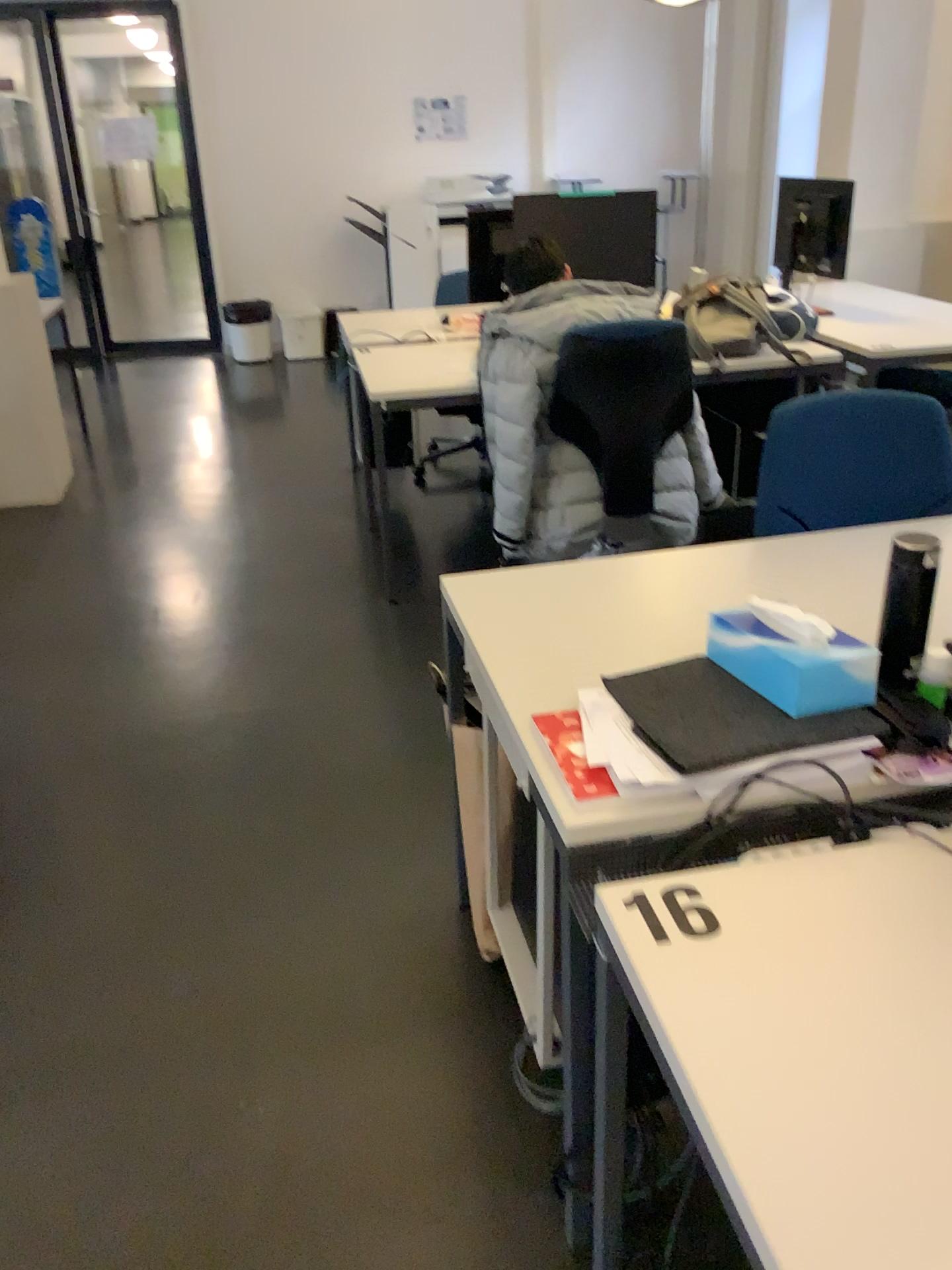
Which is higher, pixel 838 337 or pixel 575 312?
pixel 575 312

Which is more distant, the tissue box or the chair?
the chair

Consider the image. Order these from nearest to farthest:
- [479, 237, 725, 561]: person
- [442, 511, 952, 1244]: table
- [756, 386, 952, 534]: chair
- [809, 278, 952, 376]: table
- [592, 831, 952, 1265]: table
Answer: [592, 831, 952, 1265]: table, [442, 511, 952, 1244]: table, [756, 386, 952, 534]: chair, [479, 237, 725, 561]: person, [809, 278, 952, 376]: table

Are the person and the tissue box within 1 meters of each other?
no

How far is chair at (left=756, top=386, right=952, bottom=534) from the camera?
2.09m

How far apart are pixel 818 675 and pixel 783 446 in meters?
0.9 m

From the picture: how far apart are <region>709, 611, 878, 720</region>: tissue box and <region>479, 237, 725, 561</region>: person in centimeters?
182cm

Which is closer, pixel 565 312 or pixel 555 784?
pixel 555 784

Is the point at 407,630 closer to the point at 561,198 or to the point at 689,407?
the point at 689,407

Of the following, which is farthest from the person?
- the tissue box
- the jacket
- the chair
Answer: the tissue box
